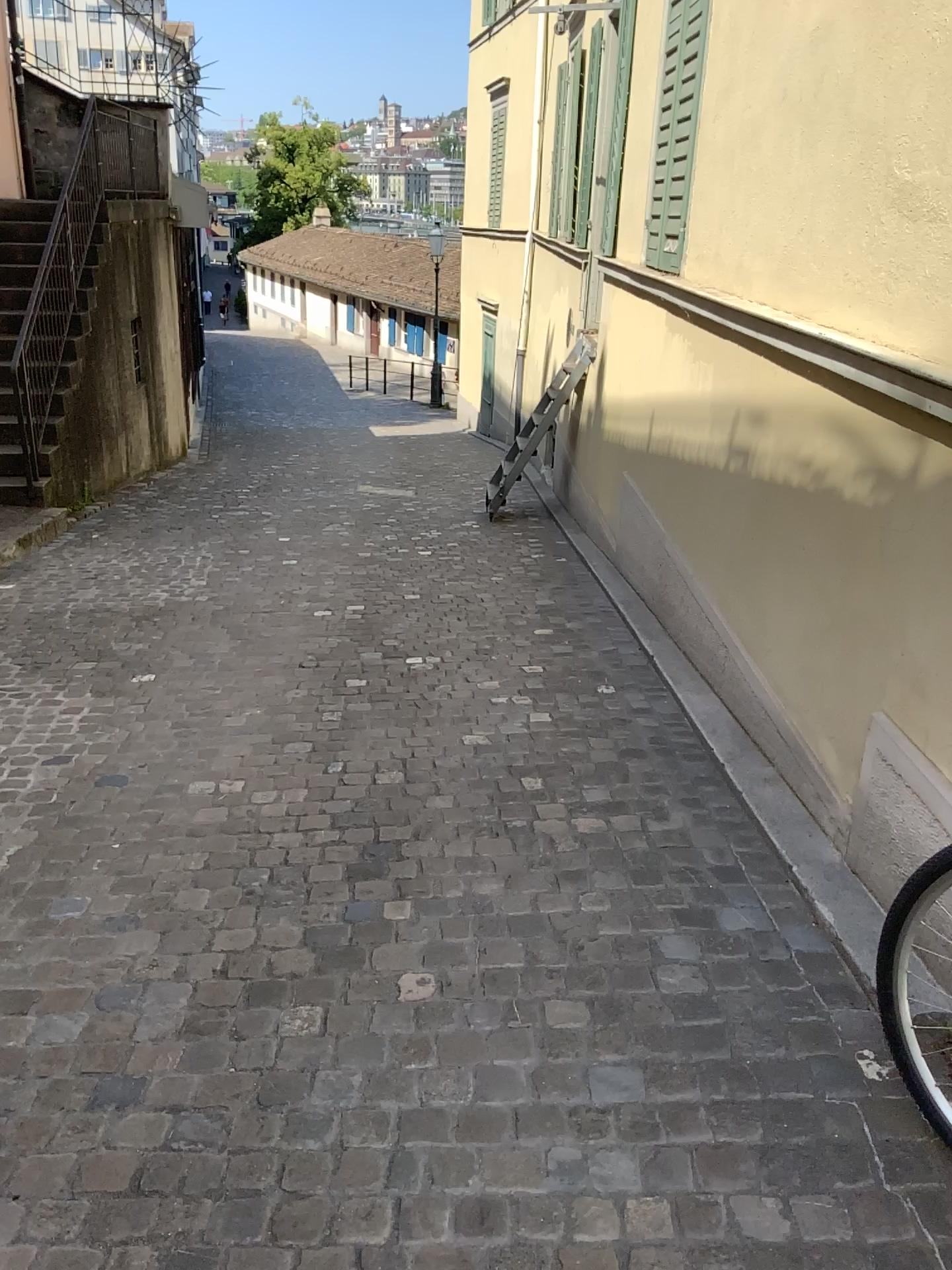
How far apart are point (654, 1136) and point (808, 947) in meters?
0.7
